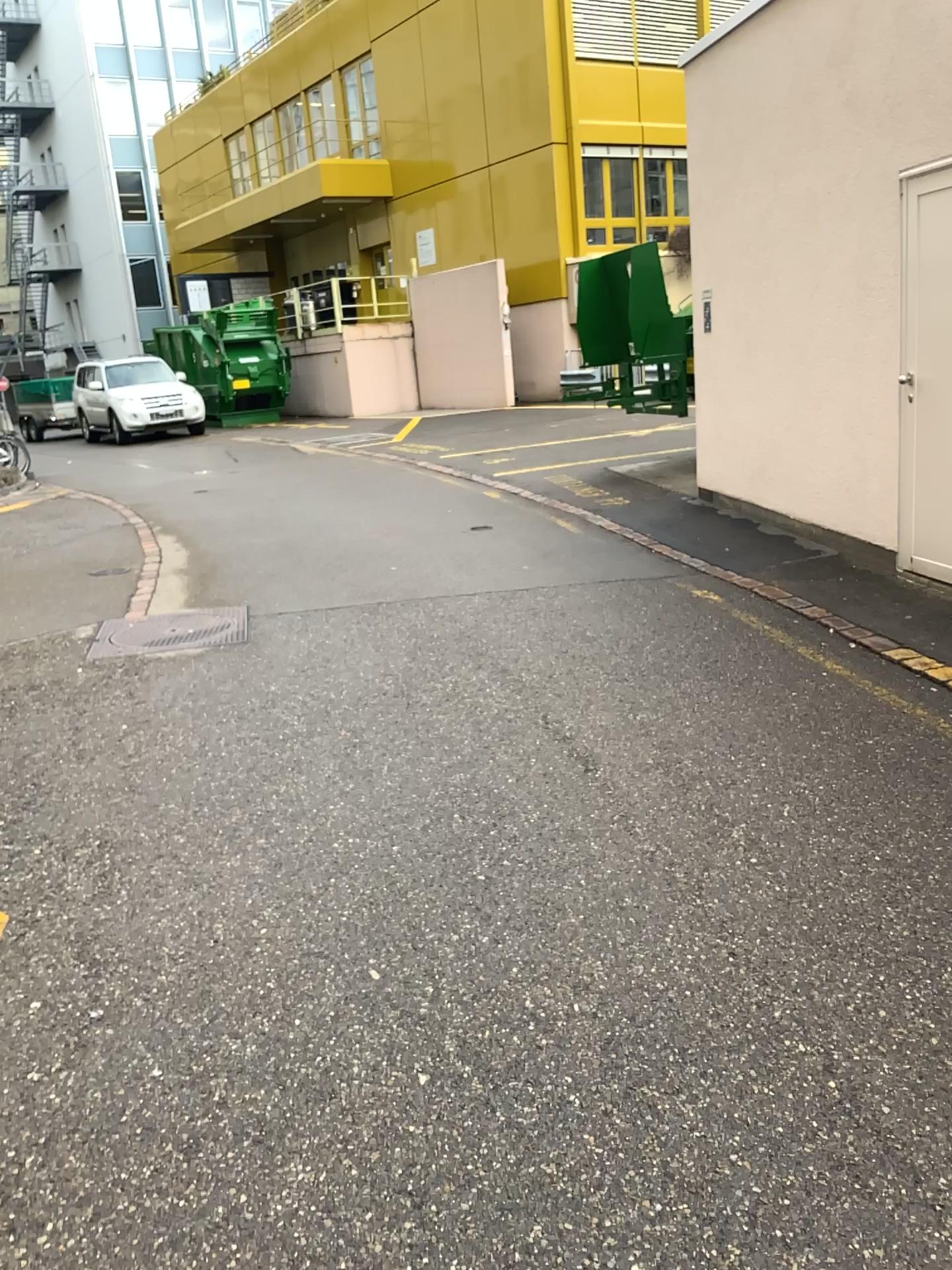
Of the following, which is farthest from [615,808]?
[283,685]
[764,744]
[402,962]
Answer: [283,685]
